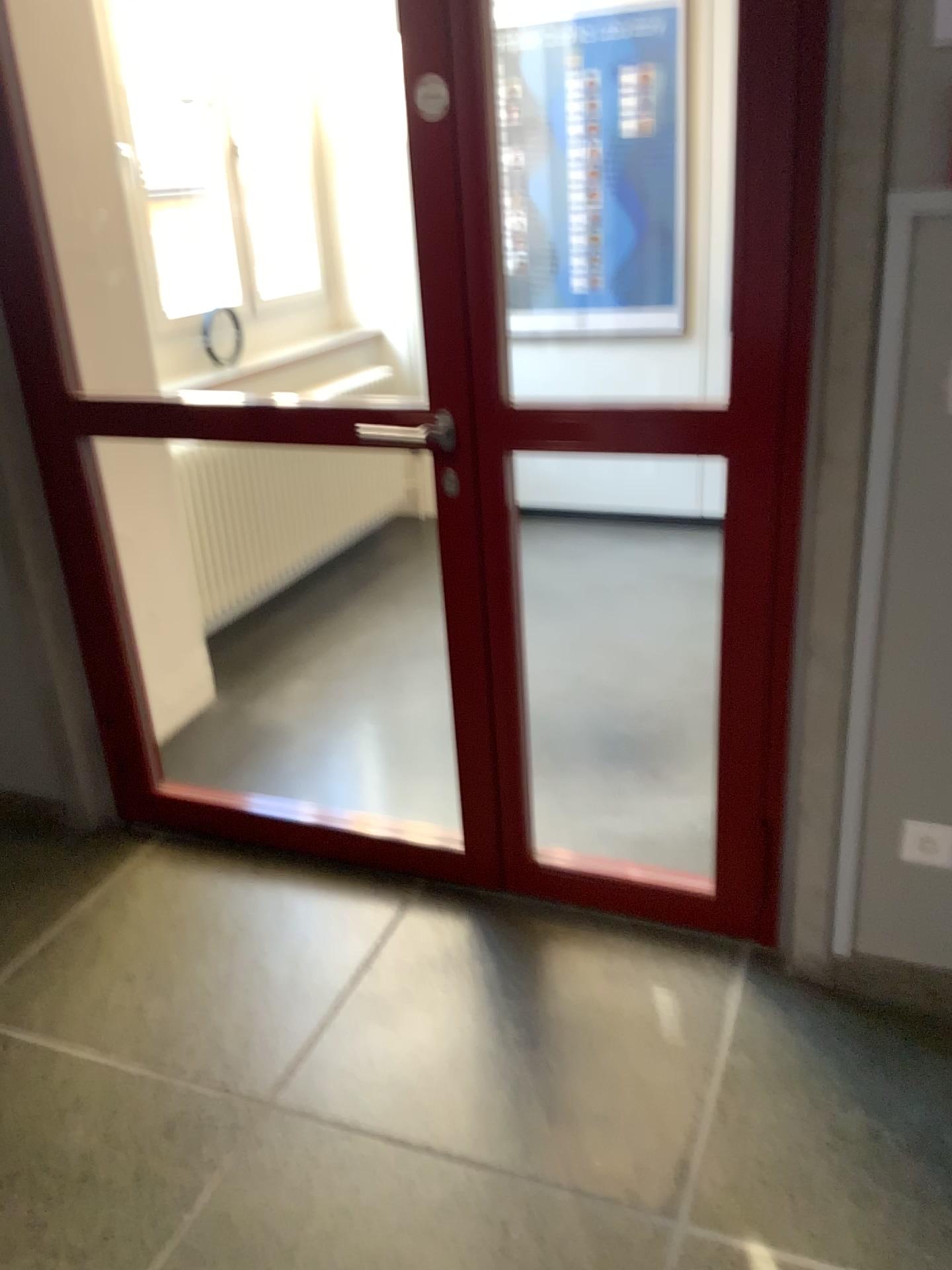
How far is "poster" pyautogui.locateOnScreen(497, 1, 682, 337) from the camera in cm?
410

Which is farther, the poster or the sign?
the poster

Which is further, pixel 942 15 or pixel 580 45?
pixel 580 45

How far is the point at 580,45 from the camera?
4.10m

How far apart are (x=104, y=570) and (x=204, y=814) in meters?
0.7 m

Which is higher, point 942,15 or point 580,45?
point 580,45
